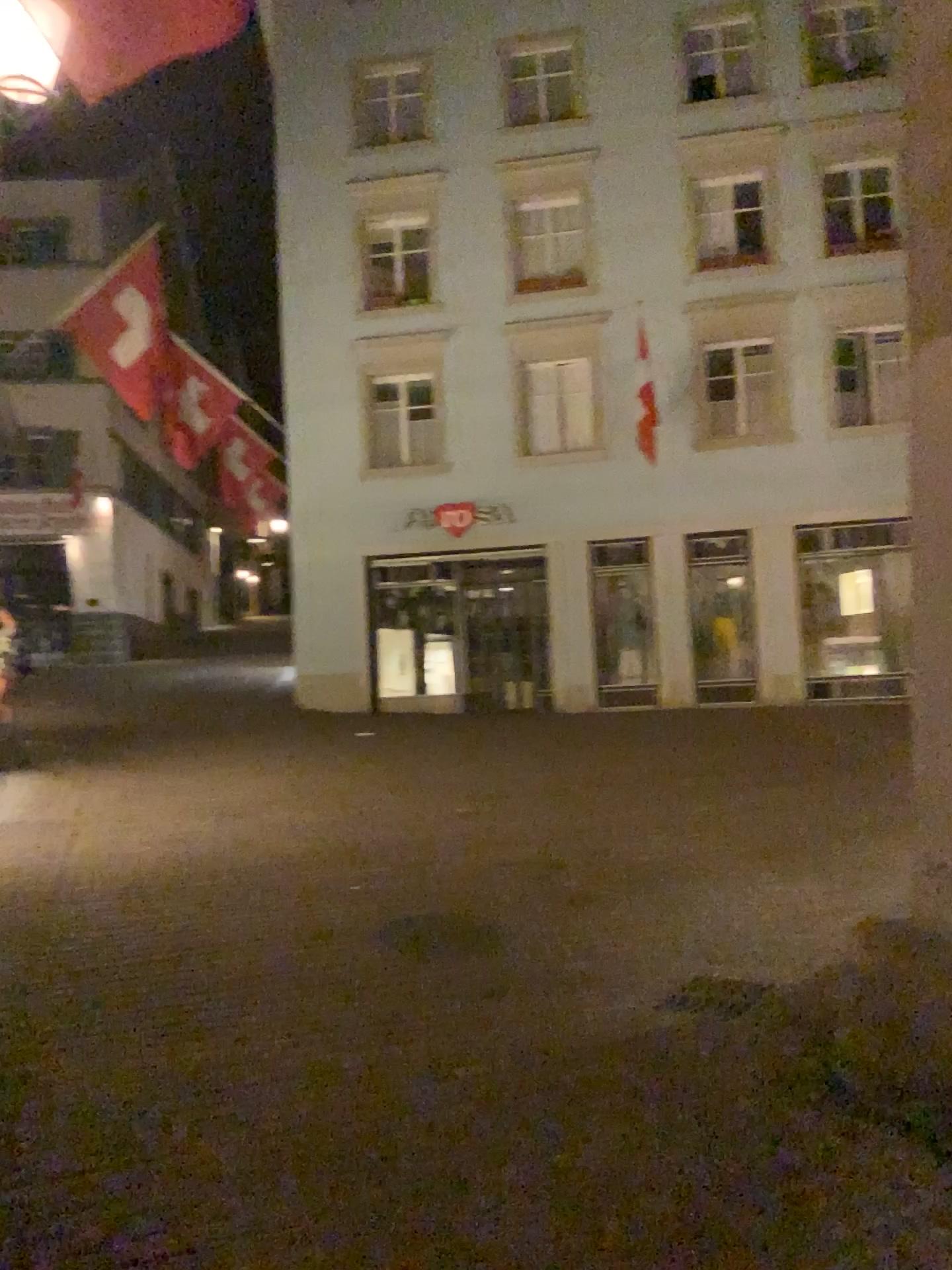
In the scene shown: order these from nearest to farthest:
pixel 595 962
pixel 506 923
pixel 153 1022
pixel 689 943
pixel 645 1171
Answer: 1. pixel 645 1171
2. pixel 153 1022
3. pixel 595 962
4. pixel 689 943
5. pixel 506 923
